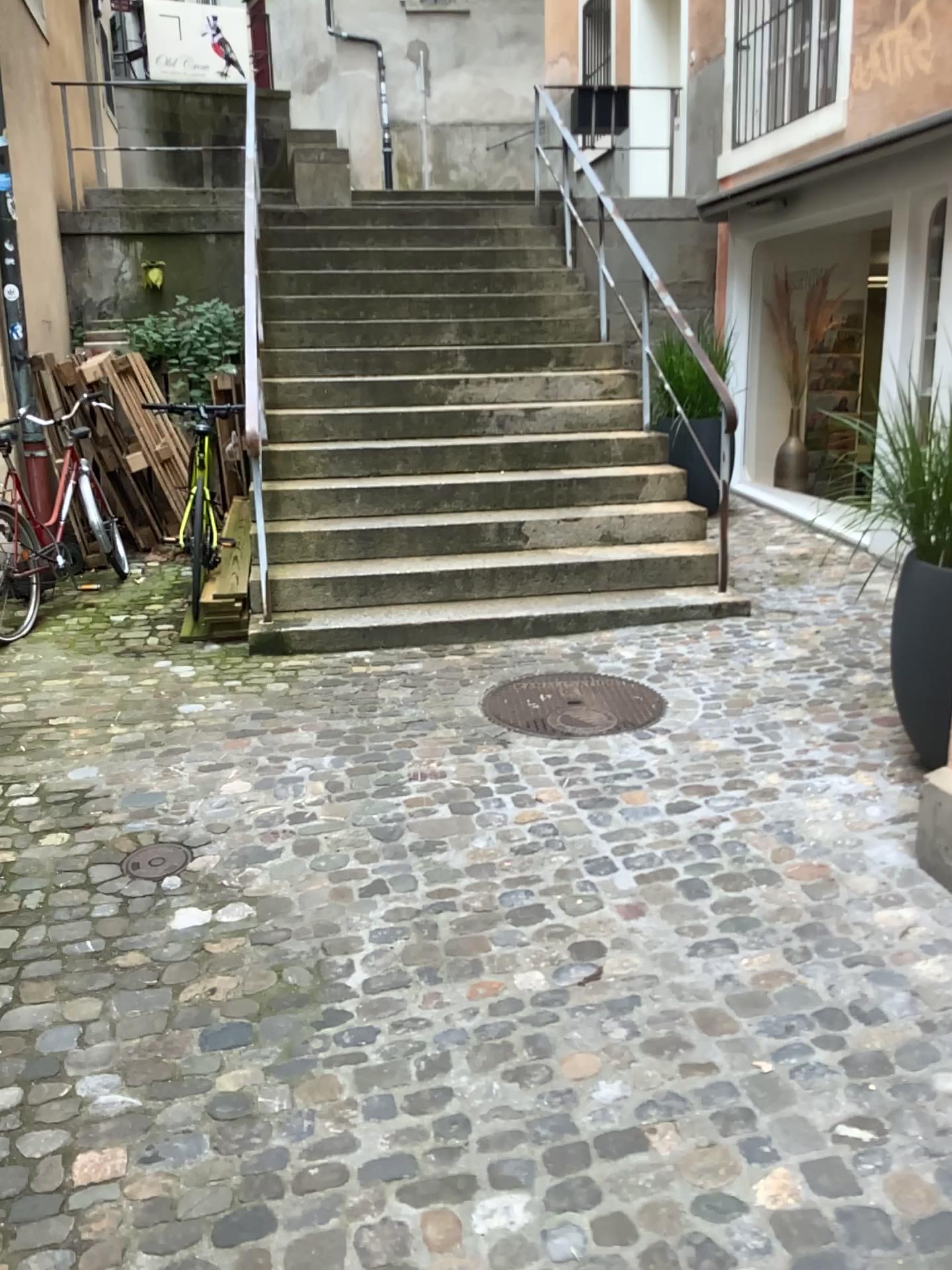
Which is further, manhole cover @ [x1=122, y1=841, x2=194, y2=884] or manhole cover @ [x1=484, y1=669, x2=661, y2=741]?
manhole cover @ [x1=484, y1=669, x2=661, y2=741]

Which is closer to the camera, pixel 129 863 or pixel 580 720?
pixel 129 863

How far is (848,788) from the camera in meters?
3.2 m

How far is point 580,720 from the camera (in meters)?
3.85

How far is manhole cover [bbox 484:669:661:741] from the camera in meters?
3.9 m
